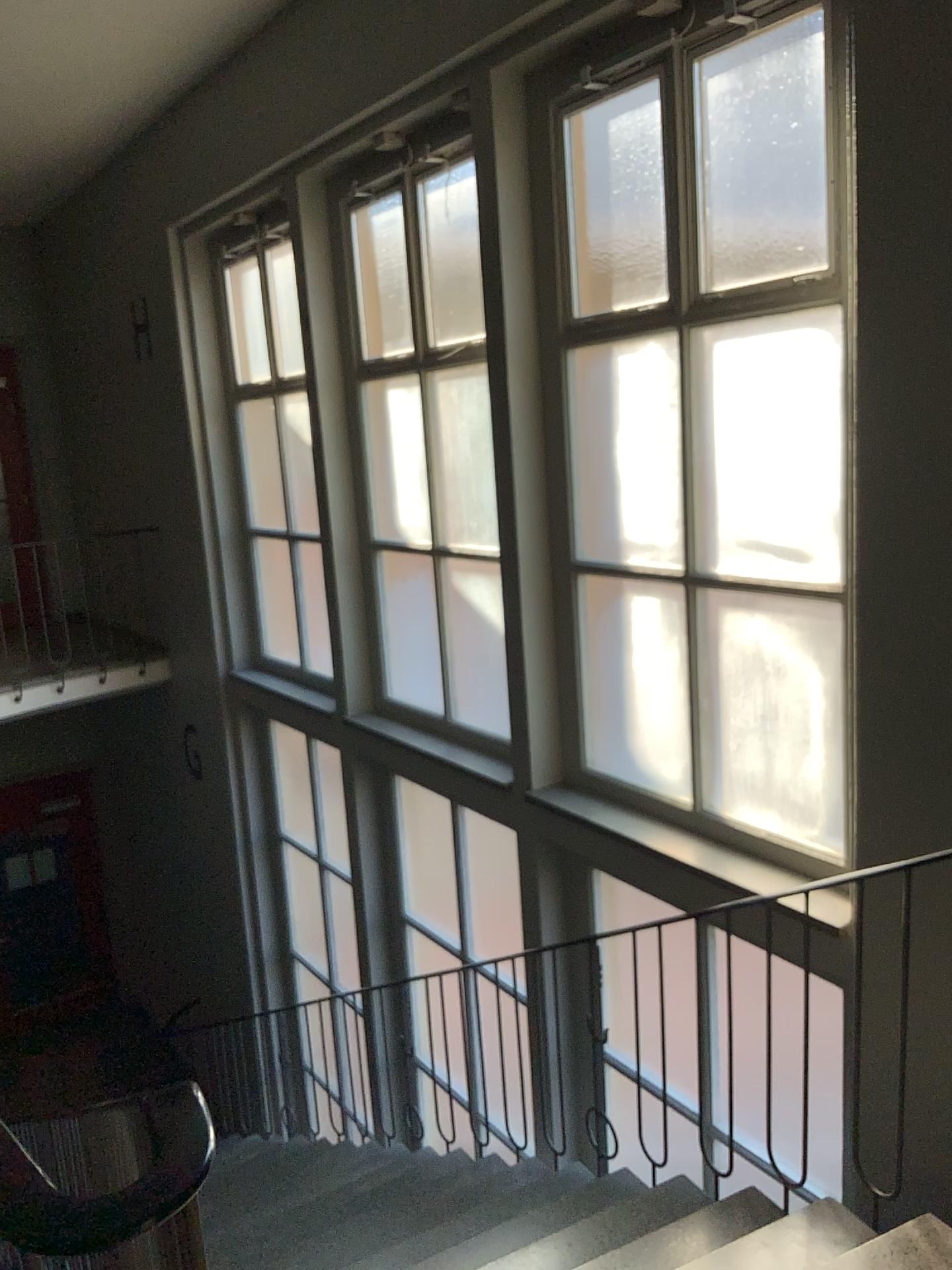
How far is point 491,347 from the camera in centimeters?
405cm
